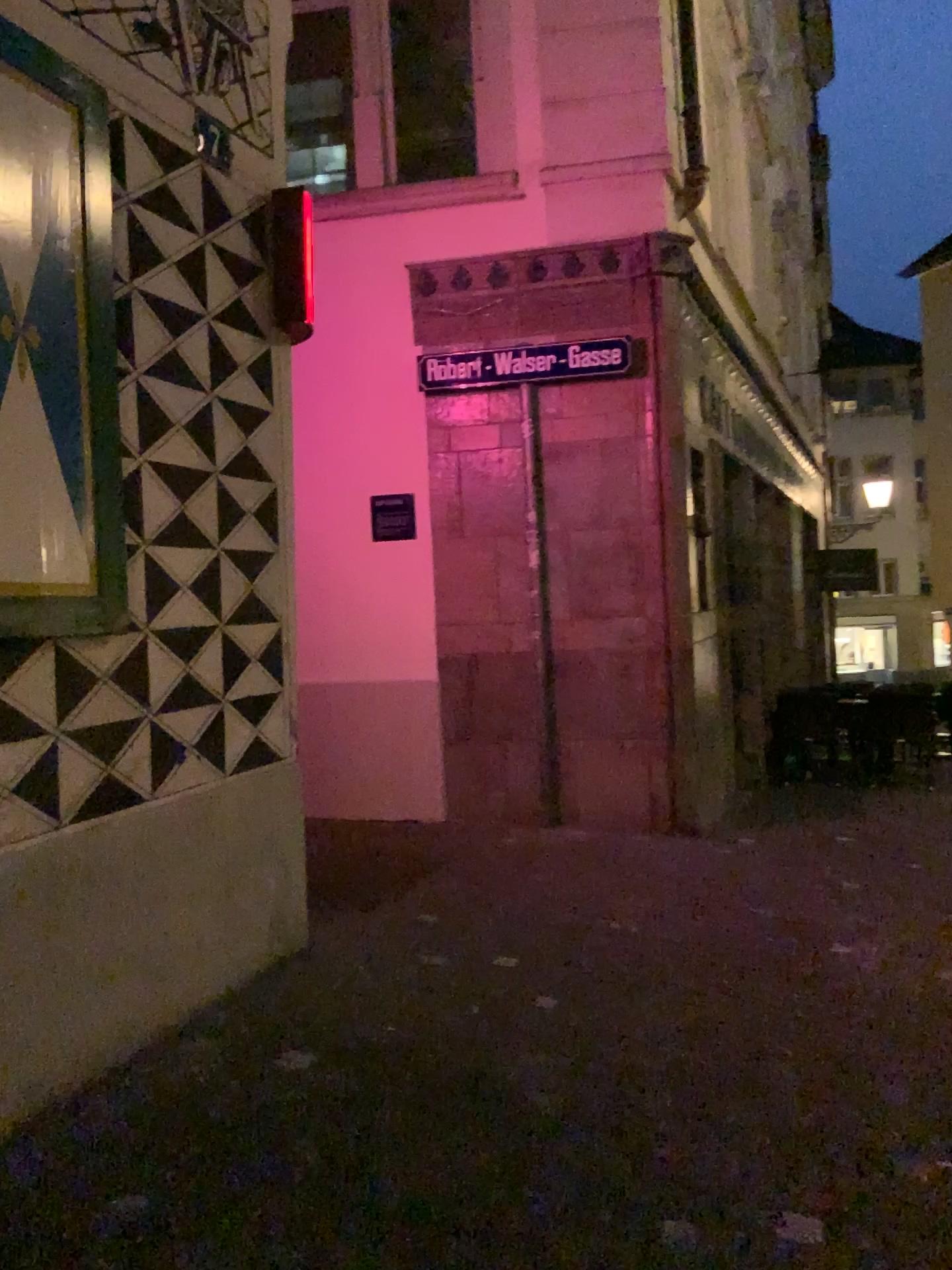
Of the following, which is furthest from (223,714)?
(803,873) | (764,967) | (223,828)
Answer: (803,873)

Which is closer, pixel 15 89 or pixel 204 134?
pixel 15 89

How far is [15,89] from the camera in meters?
2.7 m

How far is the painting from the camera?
2.75m

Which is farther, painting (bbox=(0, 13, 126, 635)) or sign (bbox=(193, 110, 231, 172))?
sign (bbox=(193, 110, 231, 172))
